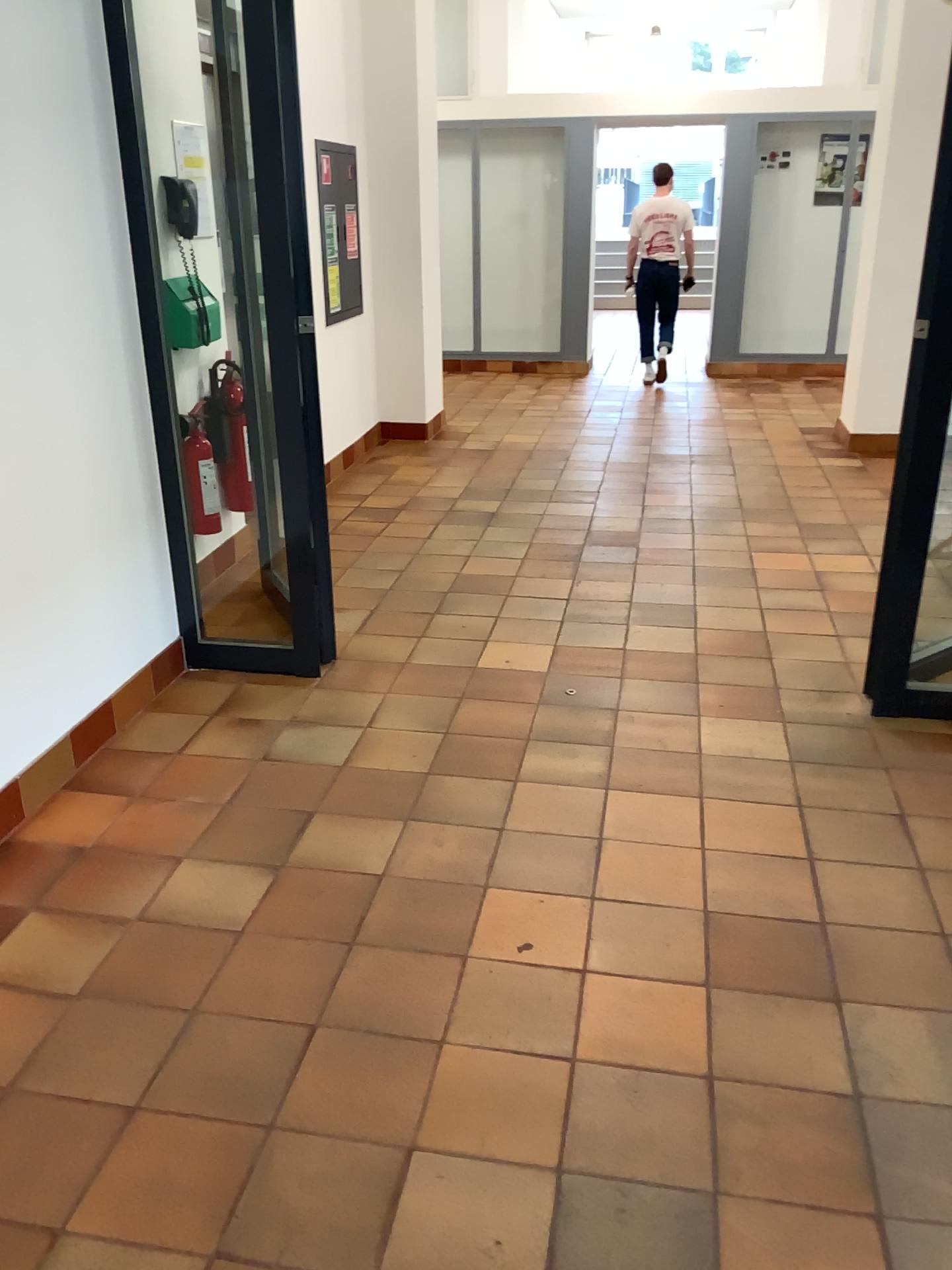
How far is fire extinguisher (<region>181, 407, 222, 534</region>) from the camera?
4.3 meters

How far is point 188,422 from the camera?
4.25m

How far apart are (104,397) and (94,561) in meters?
0.5
